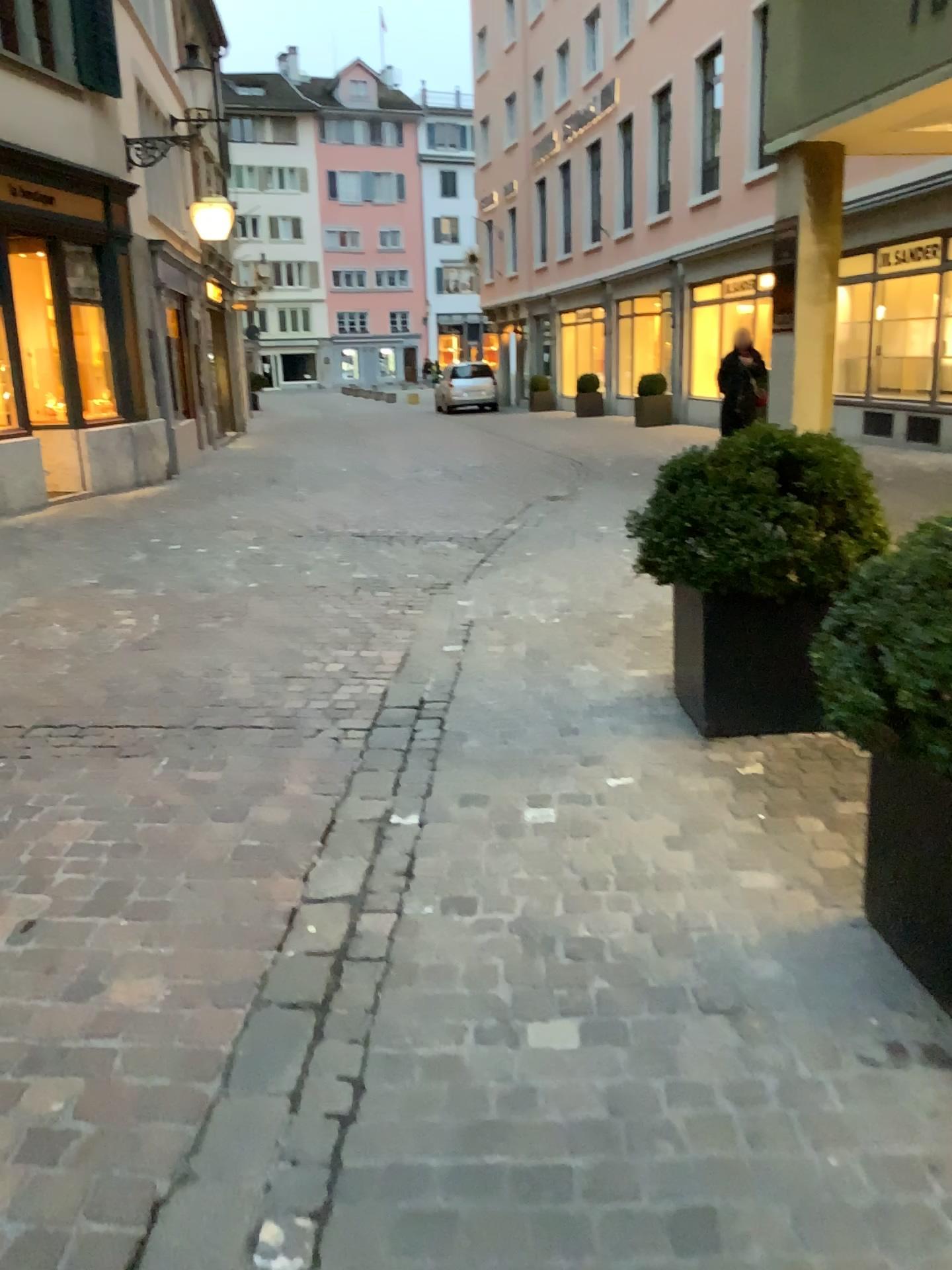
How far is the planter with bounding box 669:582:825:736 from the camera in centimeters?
348cm

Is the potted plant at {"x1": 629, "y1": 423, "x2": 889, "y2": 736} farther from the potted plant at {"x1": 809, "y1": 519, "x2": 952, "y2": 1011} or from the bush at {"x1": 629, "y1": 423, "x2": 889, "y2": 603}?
the potted plant at {"x1": 809, "y1": 519, "x2": 952, "y2": 1011}

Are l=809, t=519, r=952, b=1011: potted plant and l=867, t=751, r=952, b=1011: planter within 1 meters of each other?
yes

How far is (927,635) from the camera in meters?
1.8

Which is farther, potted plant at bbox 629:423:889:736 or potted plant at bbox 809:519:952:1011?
potted plant at bbox 629:423:889:736

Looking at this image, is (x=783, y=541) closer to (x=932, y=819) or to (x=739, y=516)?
(x=739, y=516)

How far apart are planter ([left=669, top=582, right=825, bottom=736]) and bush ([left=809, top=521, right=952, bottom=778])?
1.3m

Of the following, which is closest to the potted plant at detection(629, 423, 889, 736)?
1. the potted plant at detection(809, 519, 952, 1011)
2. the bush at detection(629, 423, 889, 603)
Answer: the bush at detection(629, 423, 889, 603)

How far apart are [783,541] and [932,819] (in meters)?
1.54

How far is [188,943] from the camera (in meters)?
2.39
